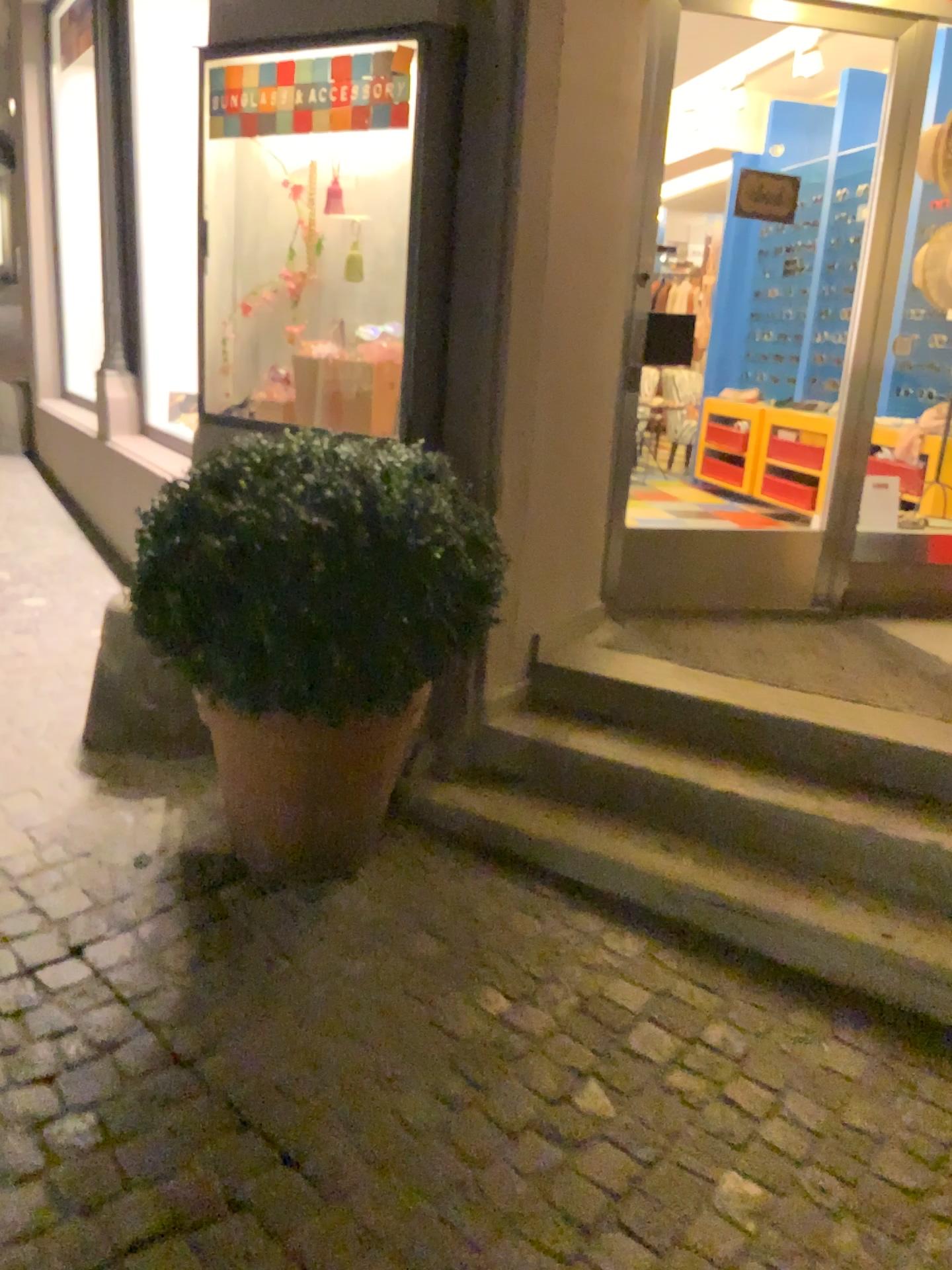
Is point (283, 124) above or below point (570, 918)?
above

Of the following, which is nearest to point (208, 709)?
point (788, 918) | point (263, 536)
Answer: point (263, 536)

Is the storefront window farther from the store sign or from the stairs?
the stairs

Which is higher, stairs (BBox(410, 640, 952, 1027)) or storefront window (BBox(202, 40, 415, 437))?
storefront window (BBox(202, 40, 415, 437))

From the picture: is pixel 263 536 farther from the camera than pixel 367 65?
No

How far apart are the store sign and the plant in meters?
0.9

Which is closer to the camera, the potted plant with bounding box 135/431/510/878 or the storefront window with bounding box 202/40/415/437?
the potted plant with bounding box 135/431/510/878

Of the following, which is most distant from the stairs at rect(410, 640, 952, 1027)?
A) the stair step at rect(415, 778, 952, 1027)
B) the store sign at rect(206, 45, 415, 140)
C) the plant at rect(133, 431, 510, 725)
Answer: the store sign at rect(206, 45, 415, 140)

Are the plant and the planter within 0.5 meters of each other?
yes

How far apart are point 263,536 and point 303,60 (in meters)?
1.34
